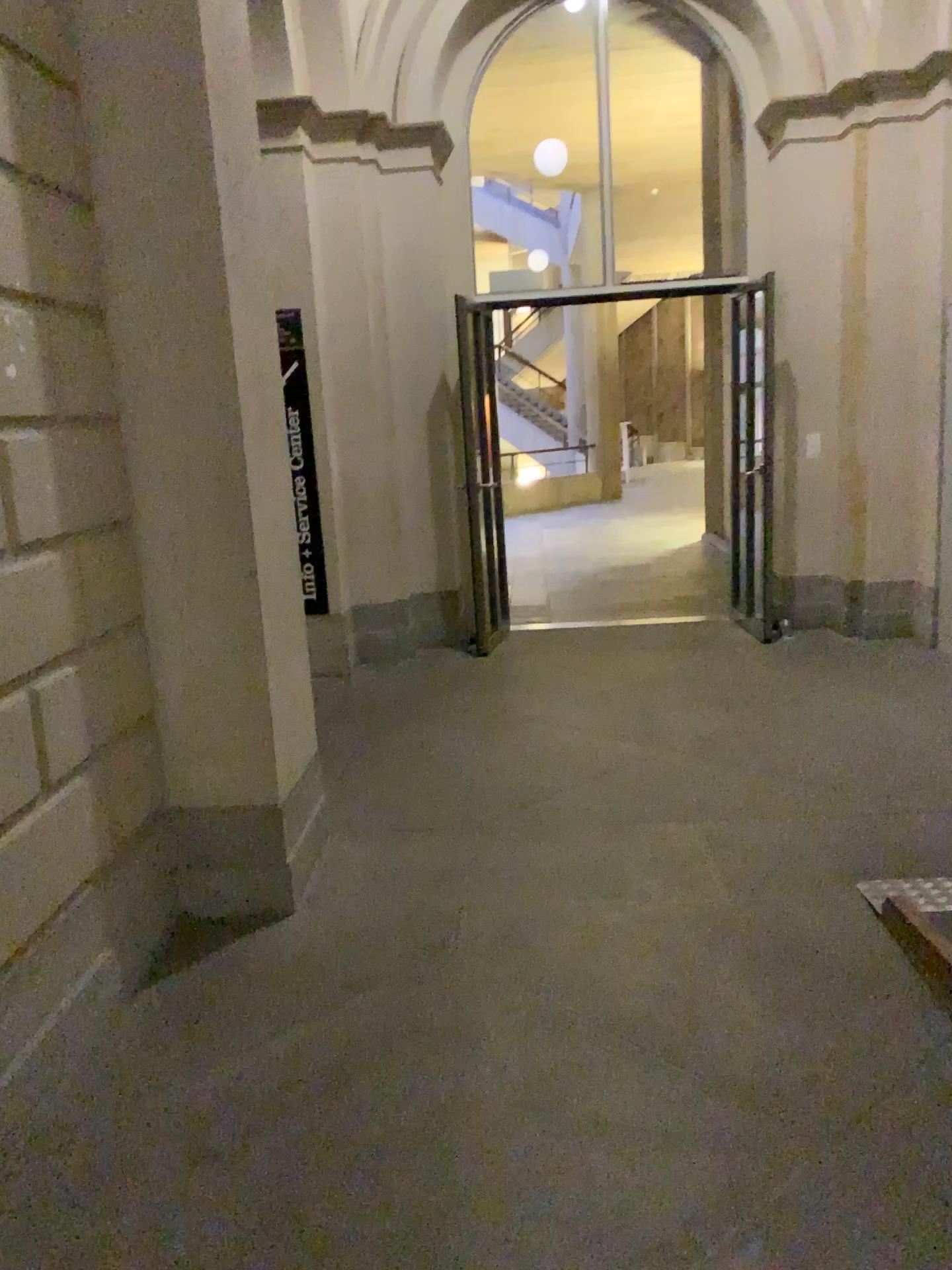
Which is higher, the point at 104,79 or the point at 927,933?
the point at 104,79

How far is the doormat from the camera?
2.53m

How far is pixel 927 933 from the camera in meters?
2.5

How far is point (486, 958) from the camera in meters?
2.8
